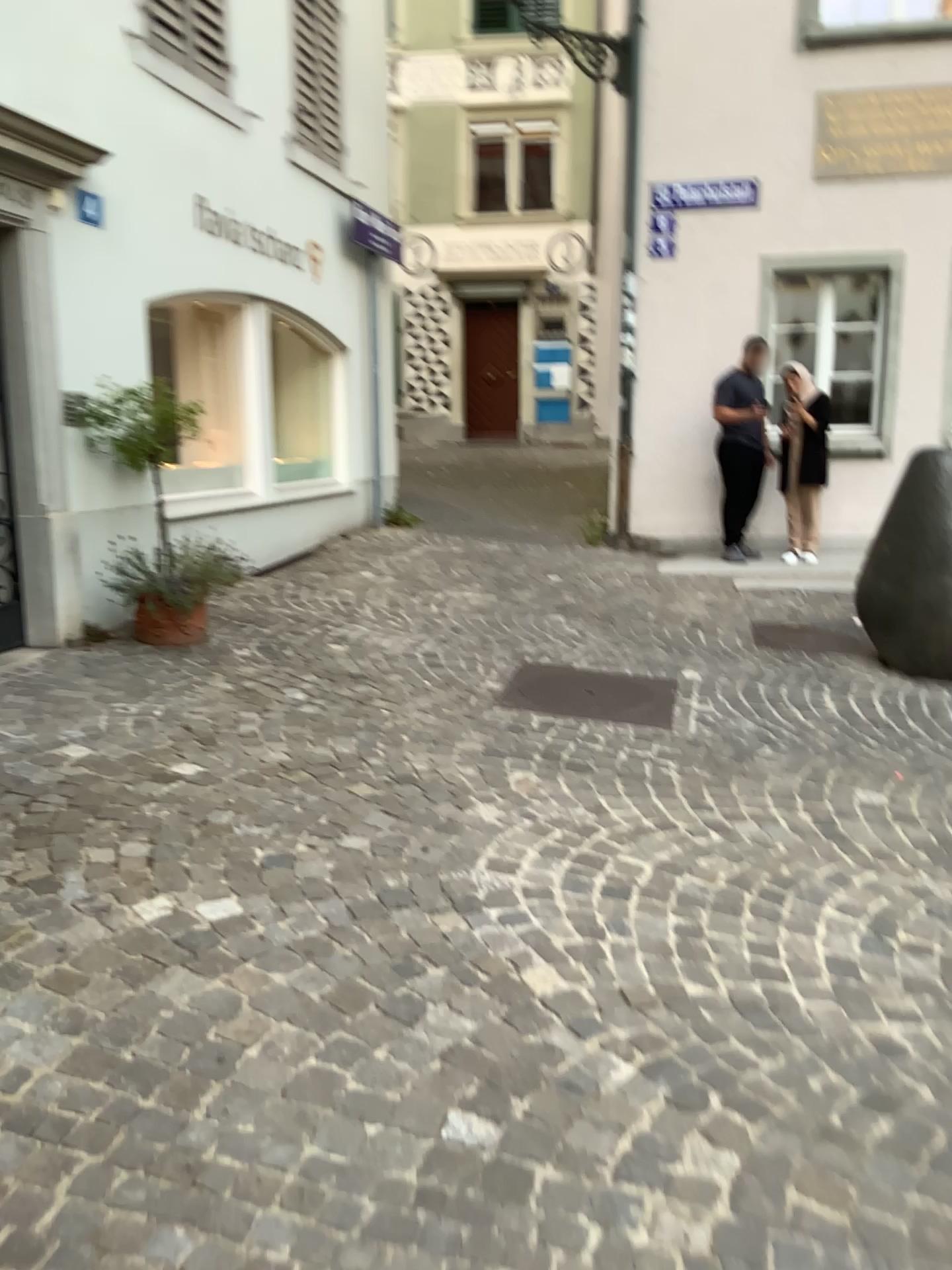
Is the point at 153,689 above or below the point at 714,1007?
above
